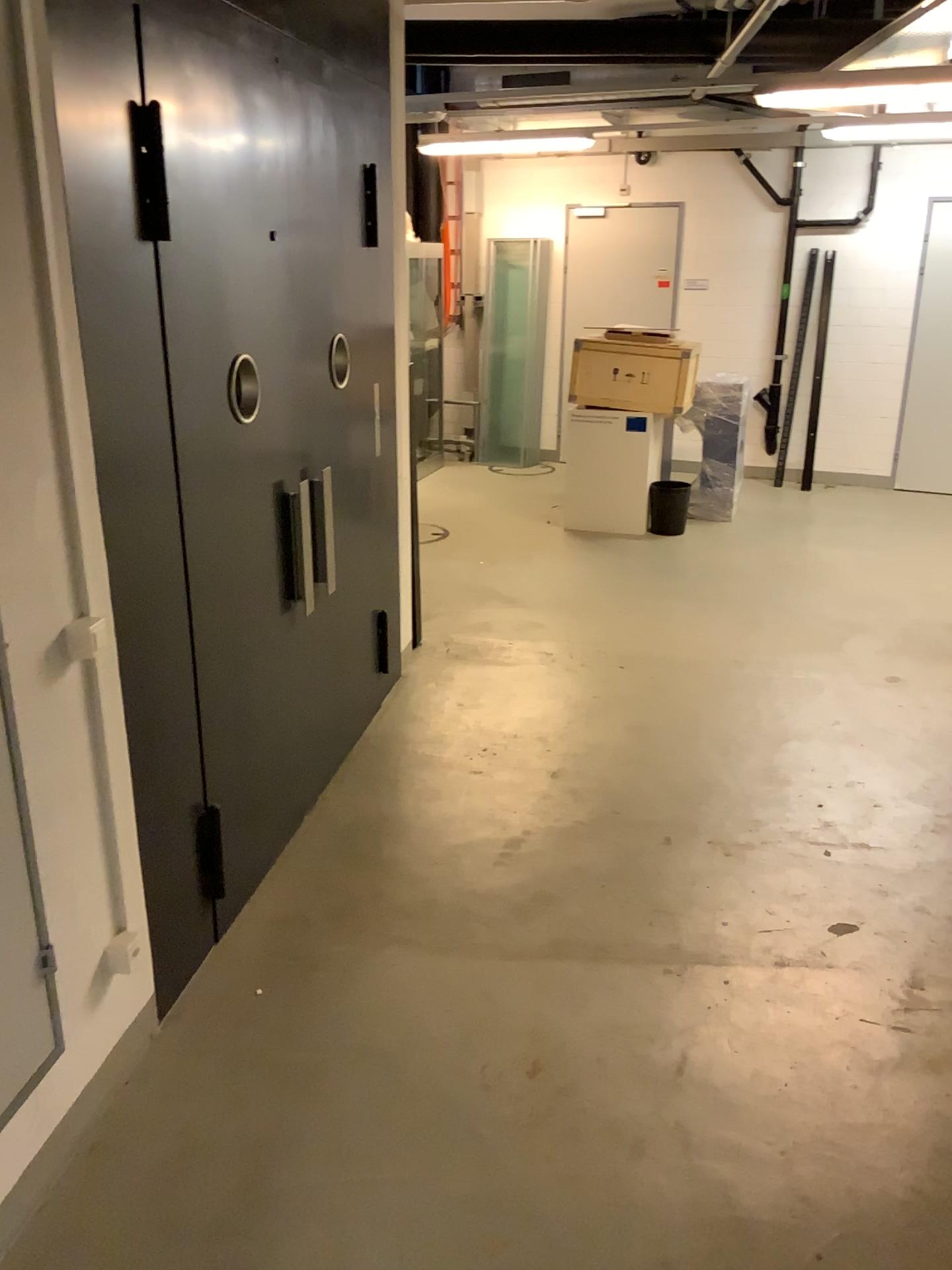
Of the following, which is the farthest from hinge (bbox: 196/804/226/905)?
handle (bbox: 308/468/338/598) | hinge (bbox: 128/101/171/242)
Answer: hinge (bbox: 128/101/171/242)

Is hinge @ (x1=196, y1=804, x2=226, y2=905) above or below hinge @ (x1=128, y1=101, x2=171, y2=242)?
below

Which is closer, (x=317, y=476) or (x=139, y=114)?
(x=139, y=114)

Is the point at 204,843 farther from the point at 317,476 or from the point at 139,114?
the point at 139,114

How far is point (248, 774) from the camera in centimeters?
329cm

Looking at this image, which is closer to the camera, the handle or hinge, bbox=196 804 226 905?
hinge, bbox=196 804 226 905

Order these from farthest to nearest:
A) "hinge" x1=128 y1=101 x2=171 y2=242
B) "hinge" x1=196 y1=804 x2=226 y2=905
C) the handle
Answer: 1. the handle
2. "hinge" x1=196 y1=804 x2=226 y2=905
3. "hinge" x1=128 y1=101 x2=171 y2=242

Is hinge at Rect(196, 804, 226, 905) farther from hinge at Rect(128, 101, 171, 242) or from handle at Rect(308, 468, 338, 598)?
hinge at Rect(128, 101, 171, 242)

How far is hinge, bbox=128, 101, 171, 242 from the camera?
2.3m

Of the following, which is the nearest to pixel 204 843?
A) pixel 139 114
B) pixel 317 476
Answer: pixel 317 476
